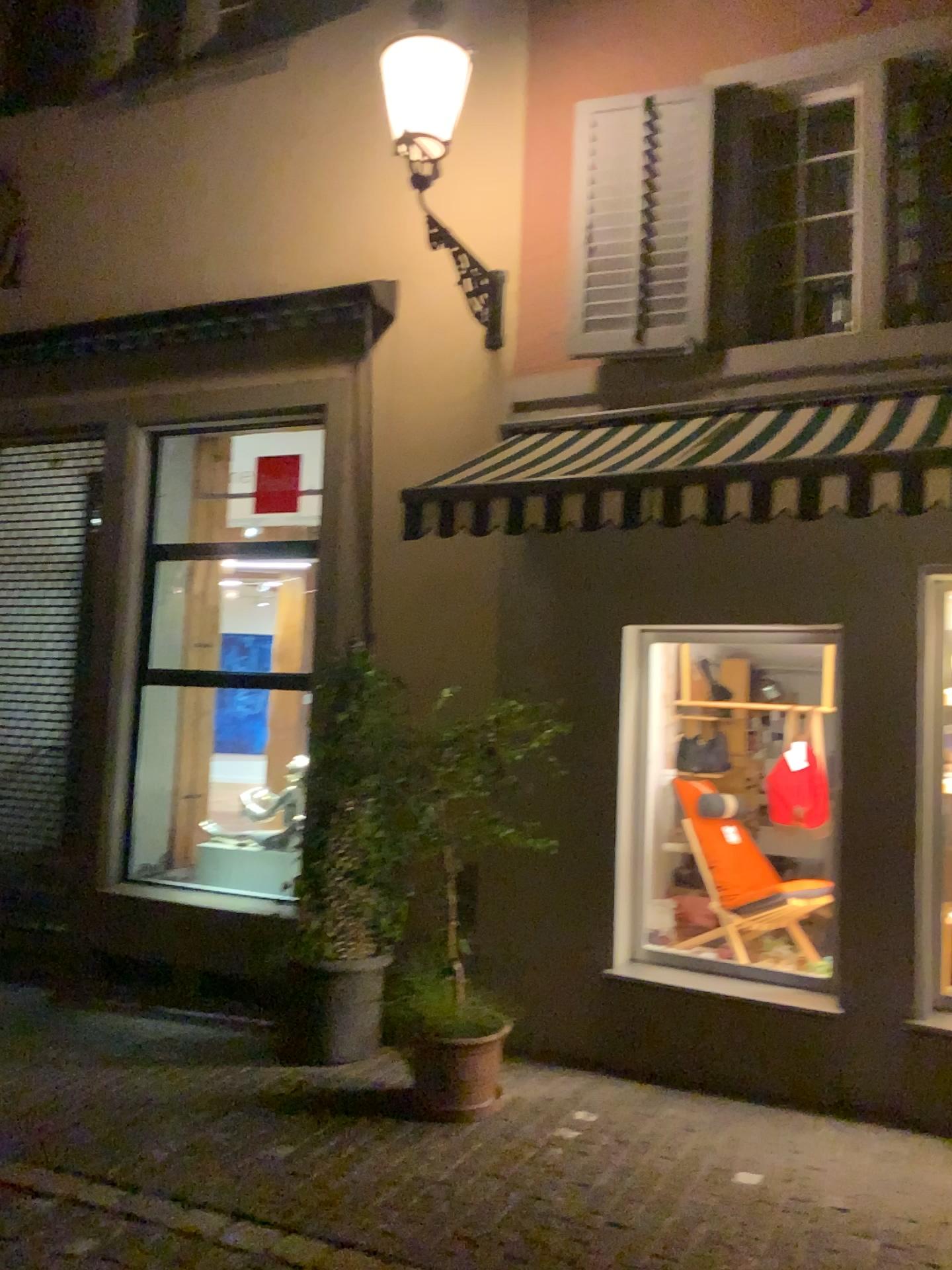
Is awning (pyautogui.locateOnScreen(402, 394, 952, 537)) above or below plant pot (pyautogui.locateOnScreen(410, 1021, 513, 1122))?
above

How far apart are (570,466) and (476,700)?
1.13m

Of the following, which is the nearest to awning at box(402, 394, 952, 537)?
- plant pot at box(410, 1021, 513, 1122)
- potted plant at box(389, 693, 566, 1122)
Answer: potted plant at box(389, 693, 566, 1122)

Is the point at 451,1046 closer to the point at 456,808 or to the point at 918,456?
the point at 456,808

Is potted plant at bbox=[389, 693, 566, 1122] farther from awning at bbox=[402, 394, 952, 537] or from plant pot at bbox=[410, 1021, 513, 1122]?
awning at bbox=[402, 394, 952, 537]

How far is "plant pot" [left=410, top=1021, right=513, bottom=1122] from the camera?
4.5 meters

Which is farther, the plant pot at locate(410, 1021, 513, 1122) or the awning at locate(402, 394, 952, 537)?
the plant pot at locate(410, 1021, 513, 1122)

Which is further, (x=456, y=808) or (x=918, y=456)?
(x=456, y=808)

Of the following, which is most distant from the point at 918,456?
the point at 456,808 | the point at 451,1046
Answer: the point at 451,1046

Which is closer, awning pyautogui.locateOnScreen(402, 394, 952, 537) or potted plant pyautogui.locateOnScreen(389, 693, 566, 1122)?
awning pyautogui.locateOnScreen(402, 394, 952, 537)
